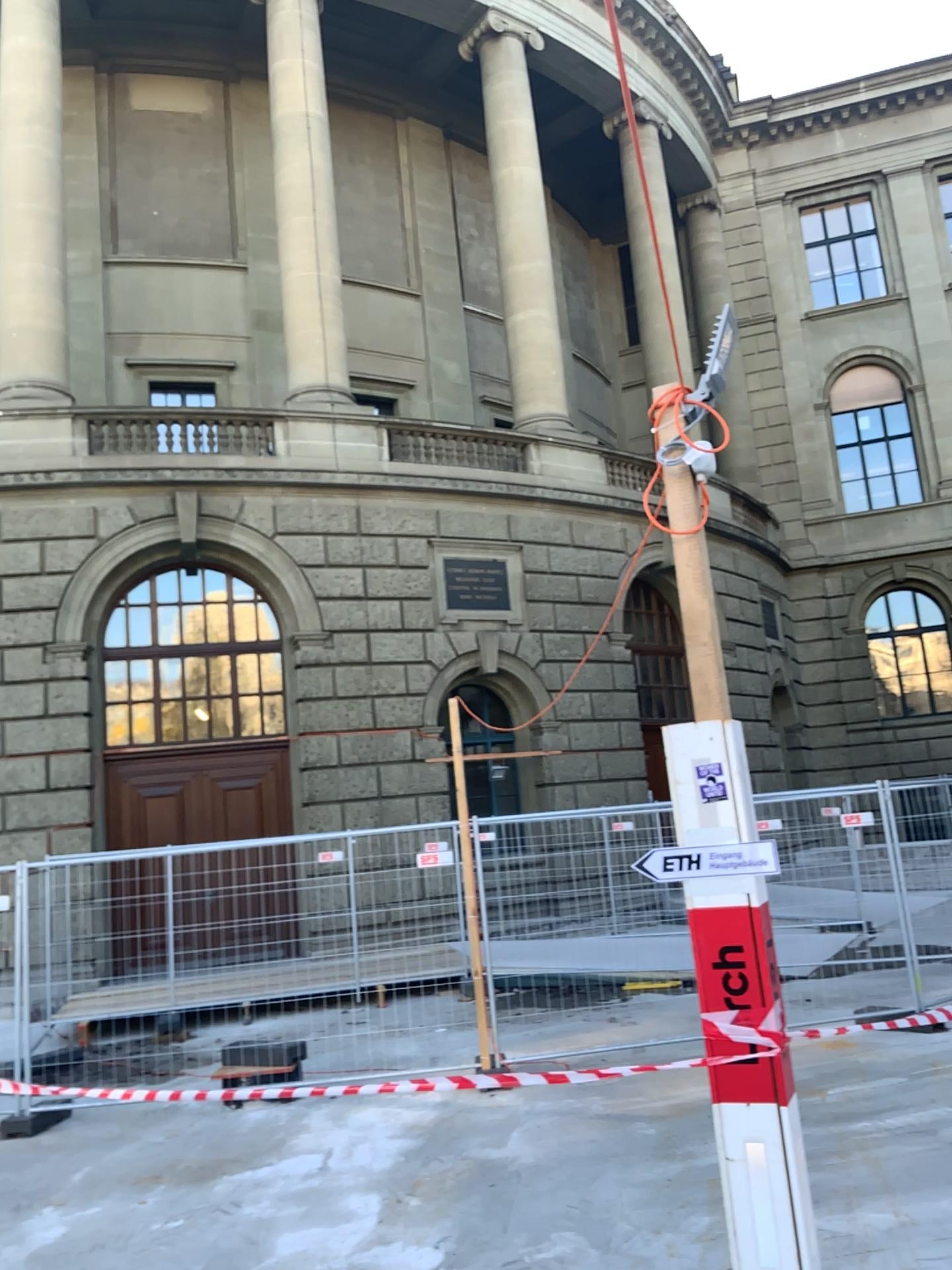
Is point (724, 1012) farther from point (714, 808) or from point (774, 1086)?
point (714, 808)
